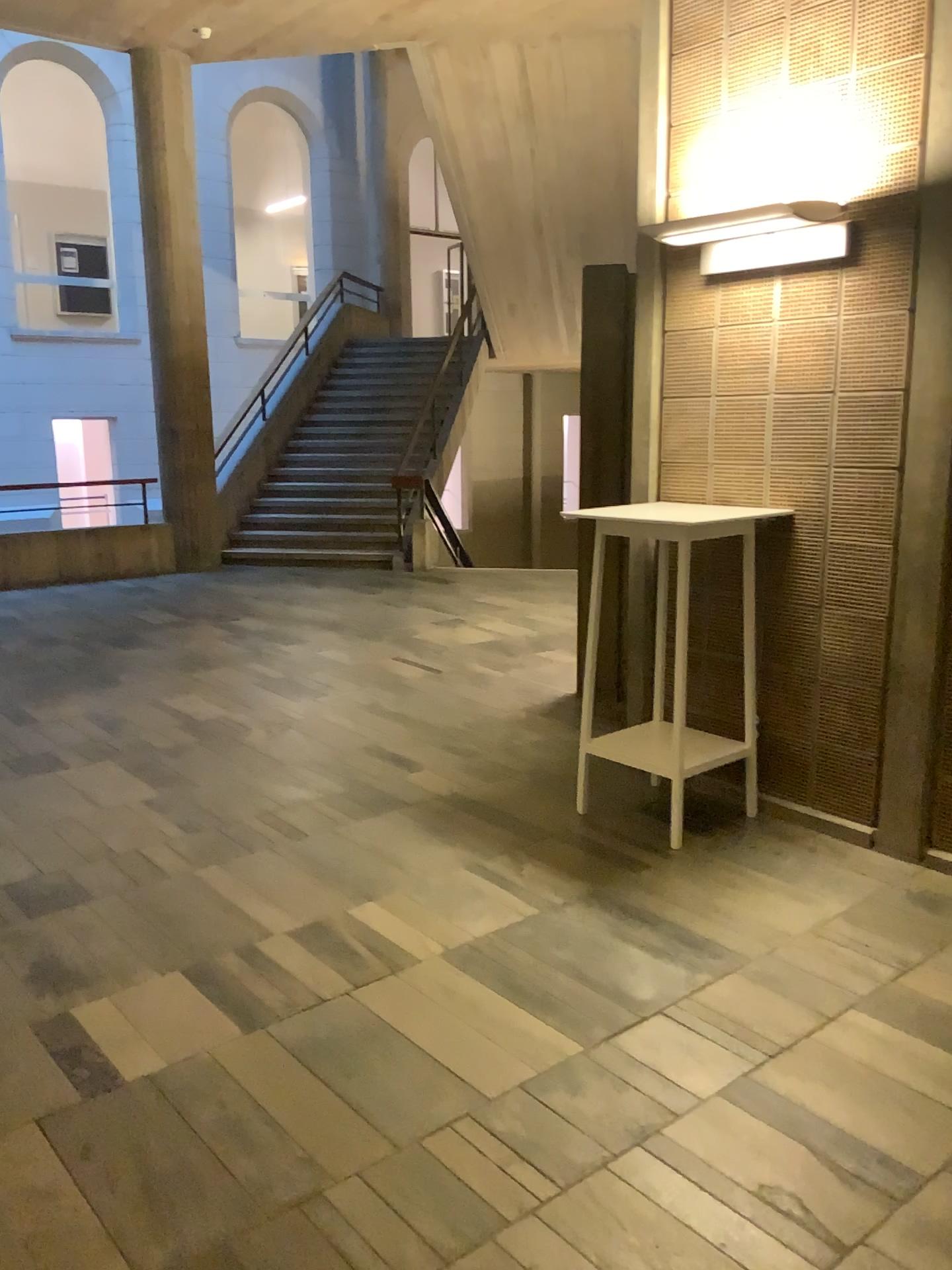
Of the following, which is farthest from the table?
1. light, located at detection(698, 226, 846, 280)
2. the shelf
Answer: light, located at detection(698, 226, 846, 280)

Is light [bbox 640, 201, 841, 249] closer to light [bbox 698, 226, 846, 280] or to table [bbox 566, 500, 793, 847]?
light [bbox 698, 226, 846, 280]

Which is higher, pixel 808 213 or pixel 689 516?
pixel 808 213

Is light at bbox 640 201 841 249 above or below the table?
above

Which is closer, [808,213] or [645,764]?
[808,213]

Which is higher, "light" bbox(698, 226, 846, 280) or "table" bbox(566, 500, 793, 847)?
"light" bbox(698, 226, 846, 280)

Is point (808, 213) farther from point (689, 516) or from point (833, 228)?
point (689, 516)

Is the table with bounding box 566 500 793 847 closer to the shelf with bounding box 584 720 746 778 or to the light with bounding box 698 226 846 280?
the shelf with bounding box 584 720 746 778

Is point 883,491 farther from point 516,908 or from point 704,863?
point 516,908

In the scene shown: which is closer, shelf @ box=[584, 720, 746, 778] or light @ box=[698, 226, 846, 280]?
light @ box=[698, 226, 846, 280]
